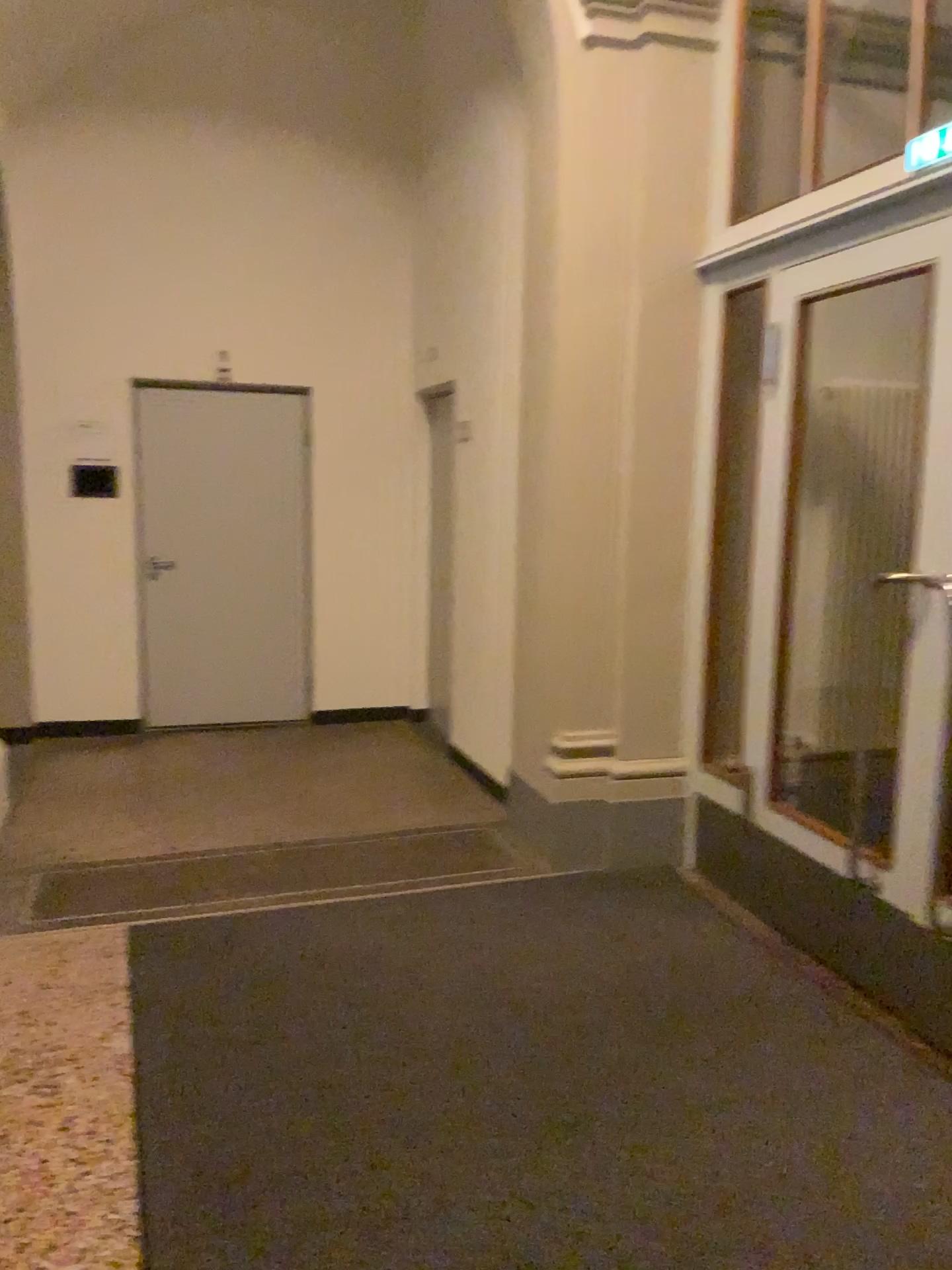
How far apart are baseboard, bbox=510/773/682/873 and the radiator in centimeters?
65cm

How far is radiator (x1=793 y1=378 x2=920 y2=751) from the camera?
4.24m

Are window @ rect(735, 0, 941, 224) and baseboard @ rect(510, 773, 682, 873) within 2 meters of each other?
no

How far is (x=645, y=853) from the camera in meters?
4.1

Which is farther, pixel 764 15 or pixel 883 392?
pixel 883 392

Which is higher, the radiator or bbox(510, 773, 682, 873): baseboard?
the radiator

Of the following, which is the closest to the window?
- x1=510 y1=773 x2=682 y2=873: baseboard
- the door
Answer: the door

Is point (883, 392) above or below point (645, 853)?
above

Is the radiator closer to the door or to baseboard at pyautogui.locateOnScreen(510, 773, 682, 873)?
the door

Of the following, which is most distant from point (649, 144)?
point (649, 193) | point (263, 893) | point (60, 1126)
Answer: point (60, 1126)
